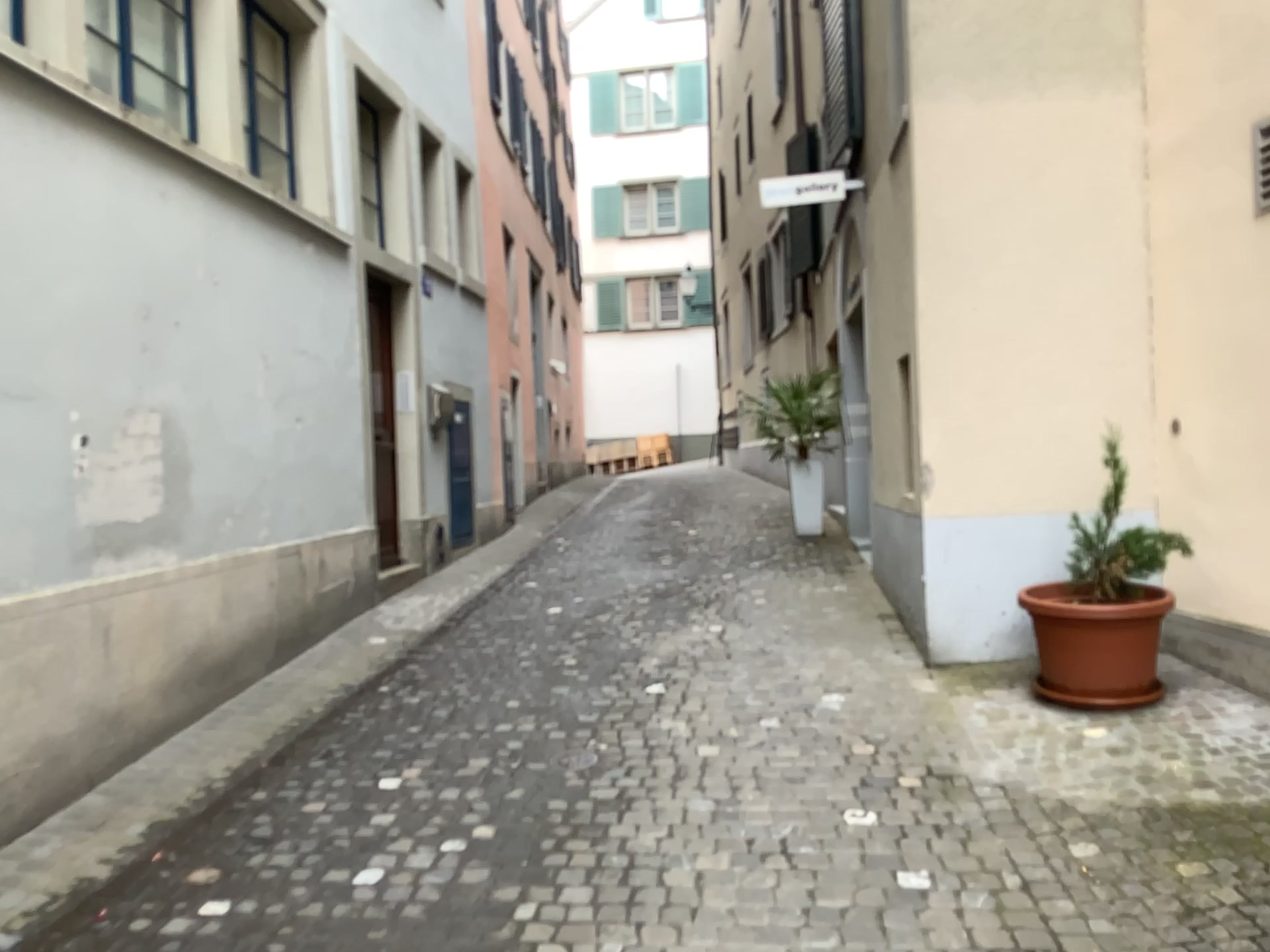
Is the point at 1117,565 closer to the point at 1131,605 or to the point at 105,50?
the point at 1131,605

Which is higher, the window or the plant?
the window

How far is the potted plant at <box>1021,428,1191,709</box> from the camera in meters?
4.1

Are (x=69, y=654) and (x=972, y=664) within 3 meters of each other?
no

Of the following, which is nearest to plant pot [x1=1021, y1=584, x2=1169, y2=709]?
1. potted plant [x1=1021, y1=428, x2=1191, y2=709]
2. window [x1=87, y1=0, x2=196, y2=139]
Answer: potted plant [x1=1021, y1=428, x2=1191, y2=709]

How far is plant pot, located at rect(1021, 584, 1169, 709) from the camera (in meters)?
4.04

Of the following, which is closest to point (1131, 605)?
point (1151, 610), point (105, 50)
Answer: point (1151, 610)

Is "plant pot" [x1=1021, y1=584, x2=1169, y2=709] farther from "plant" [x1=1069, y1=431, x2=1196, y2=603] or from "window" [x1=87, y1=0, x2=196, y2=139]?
"window" [x1=87, y1=0, x2=196, y2=139]

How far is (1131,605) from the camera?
4.1m
